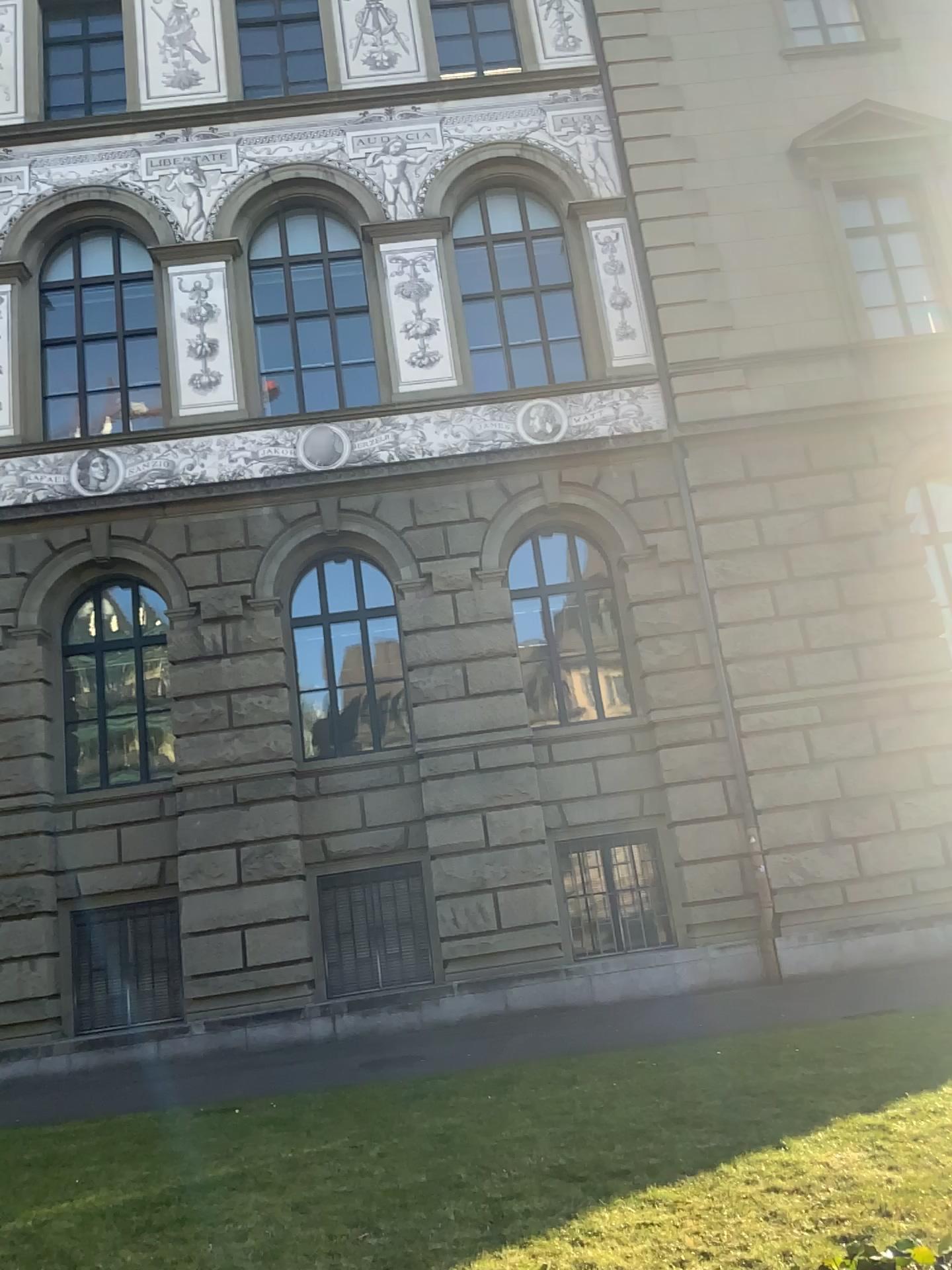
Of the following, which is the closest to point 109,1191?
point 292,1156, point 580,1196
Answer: point 292,1156
